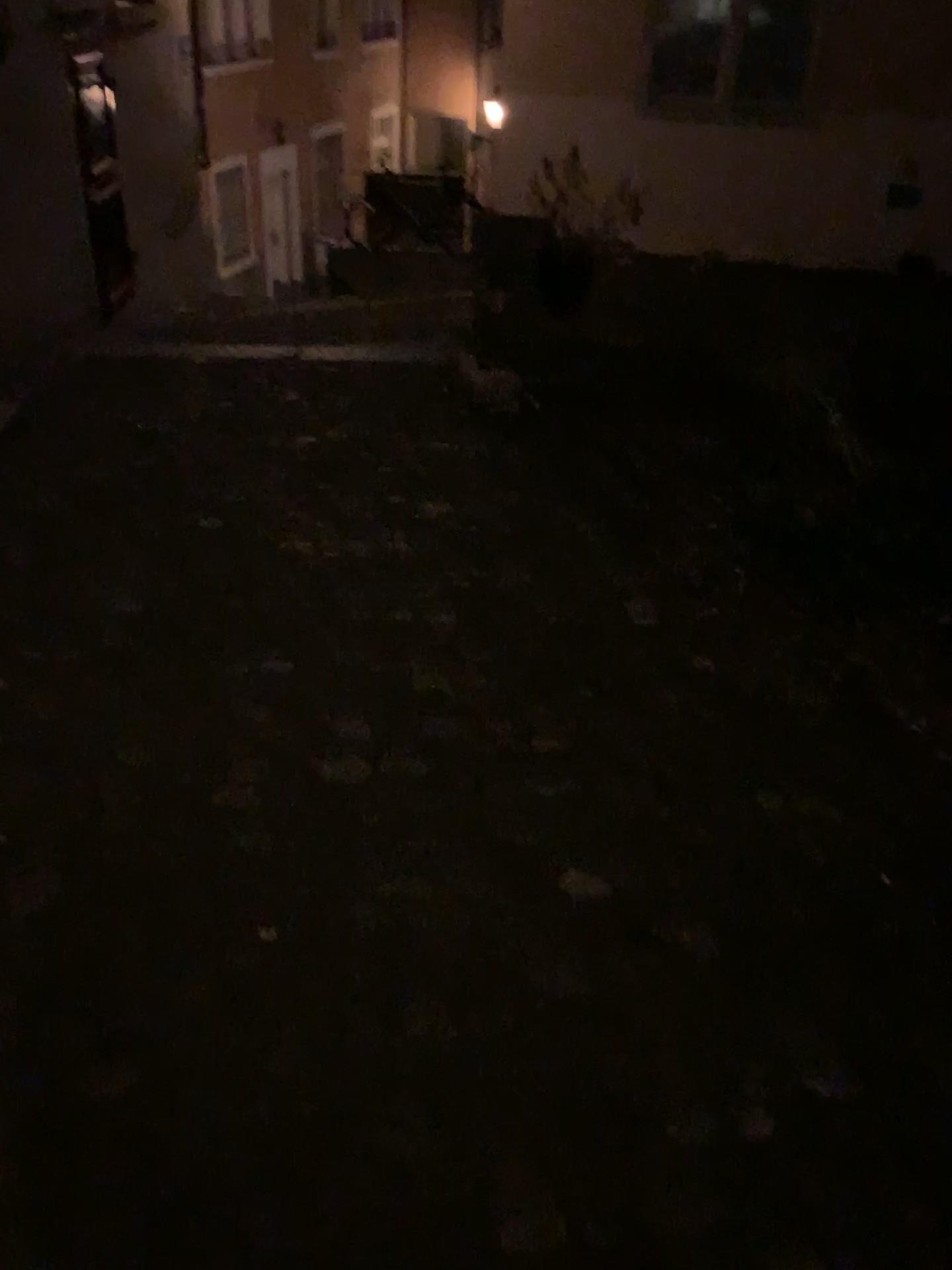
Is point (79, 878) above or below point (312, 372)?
above
